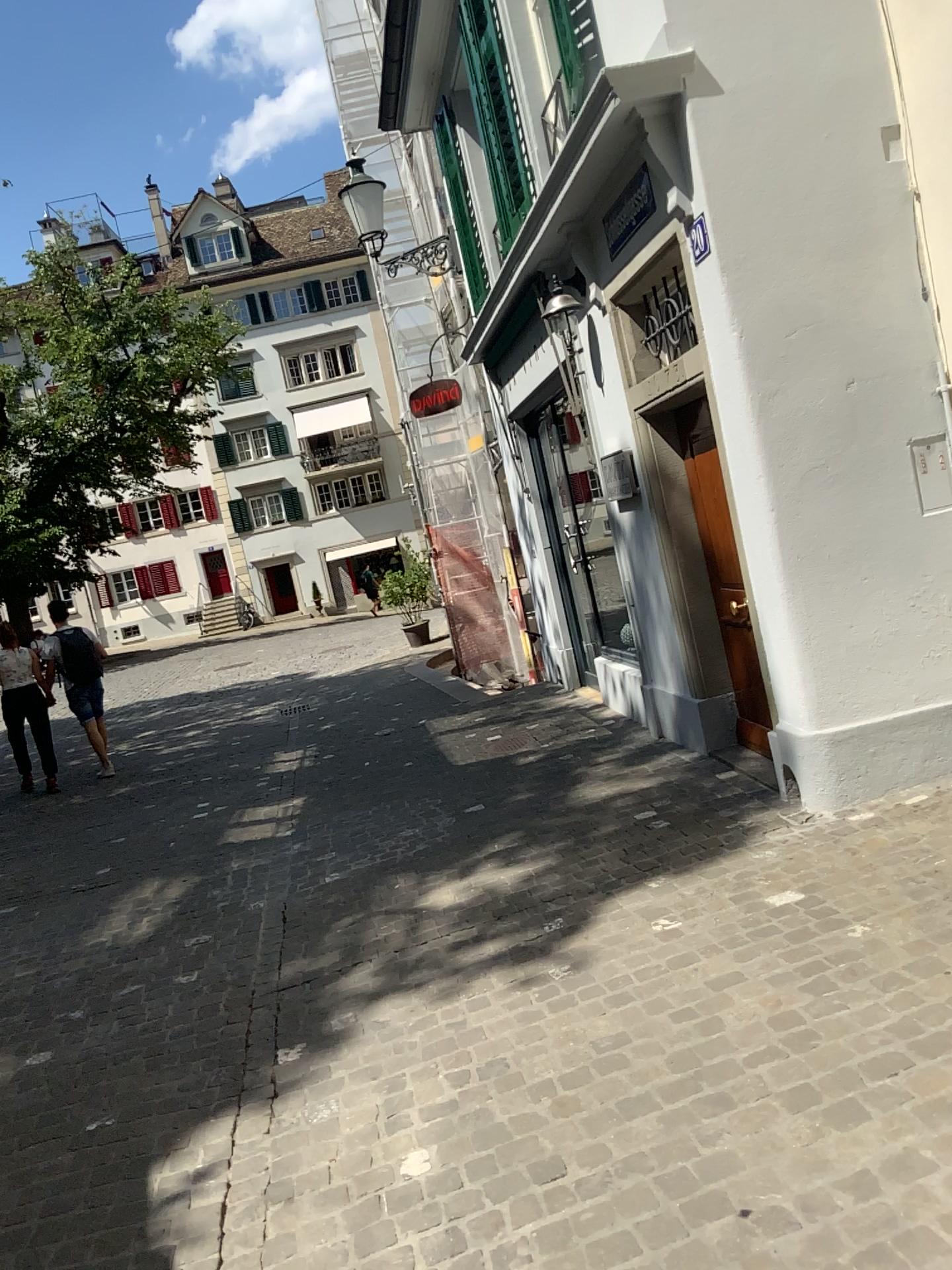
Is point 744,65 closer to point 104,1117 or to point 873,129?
point 873,129
